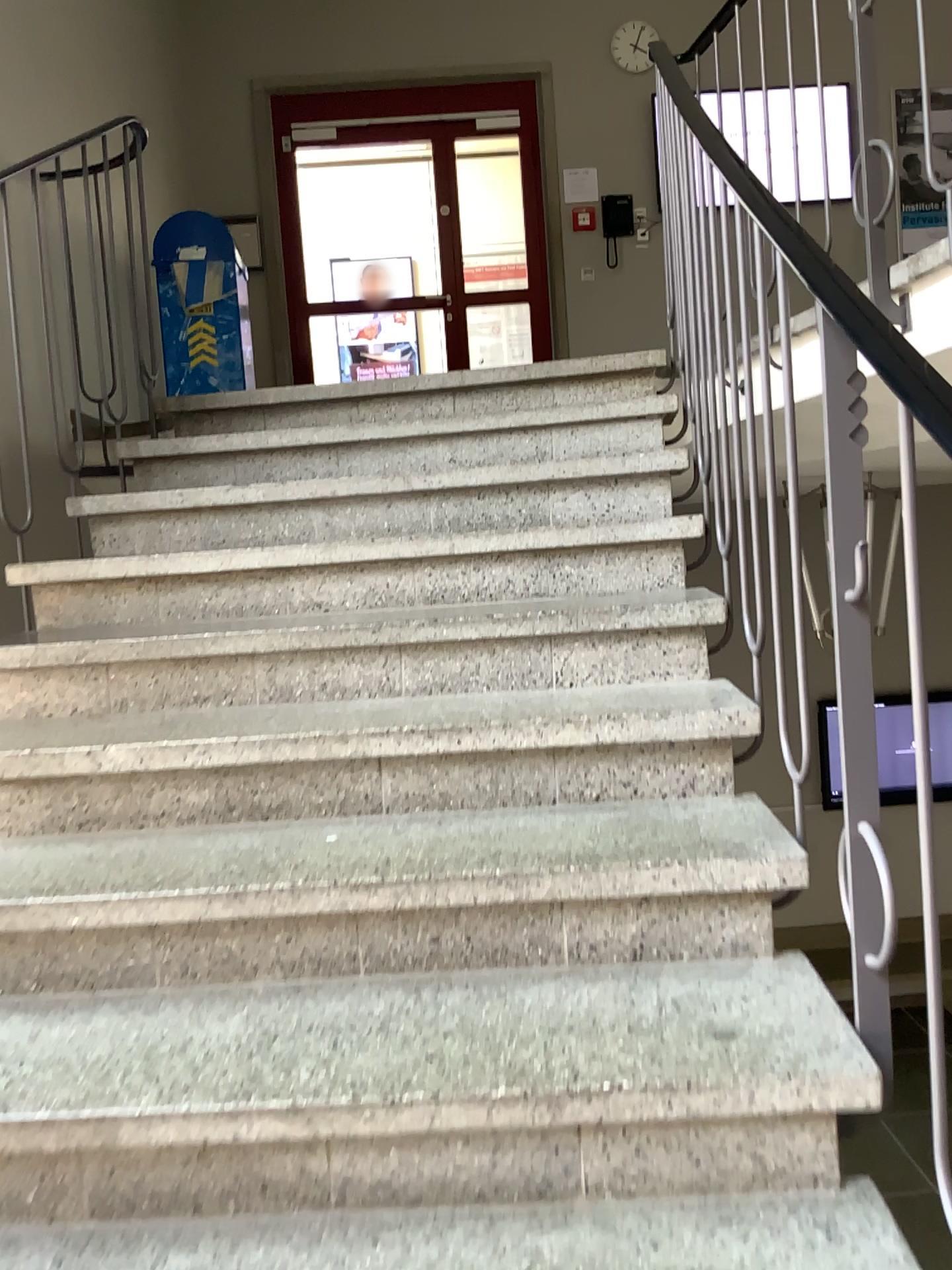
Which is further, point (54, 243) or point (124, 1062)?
point (54, 243)
